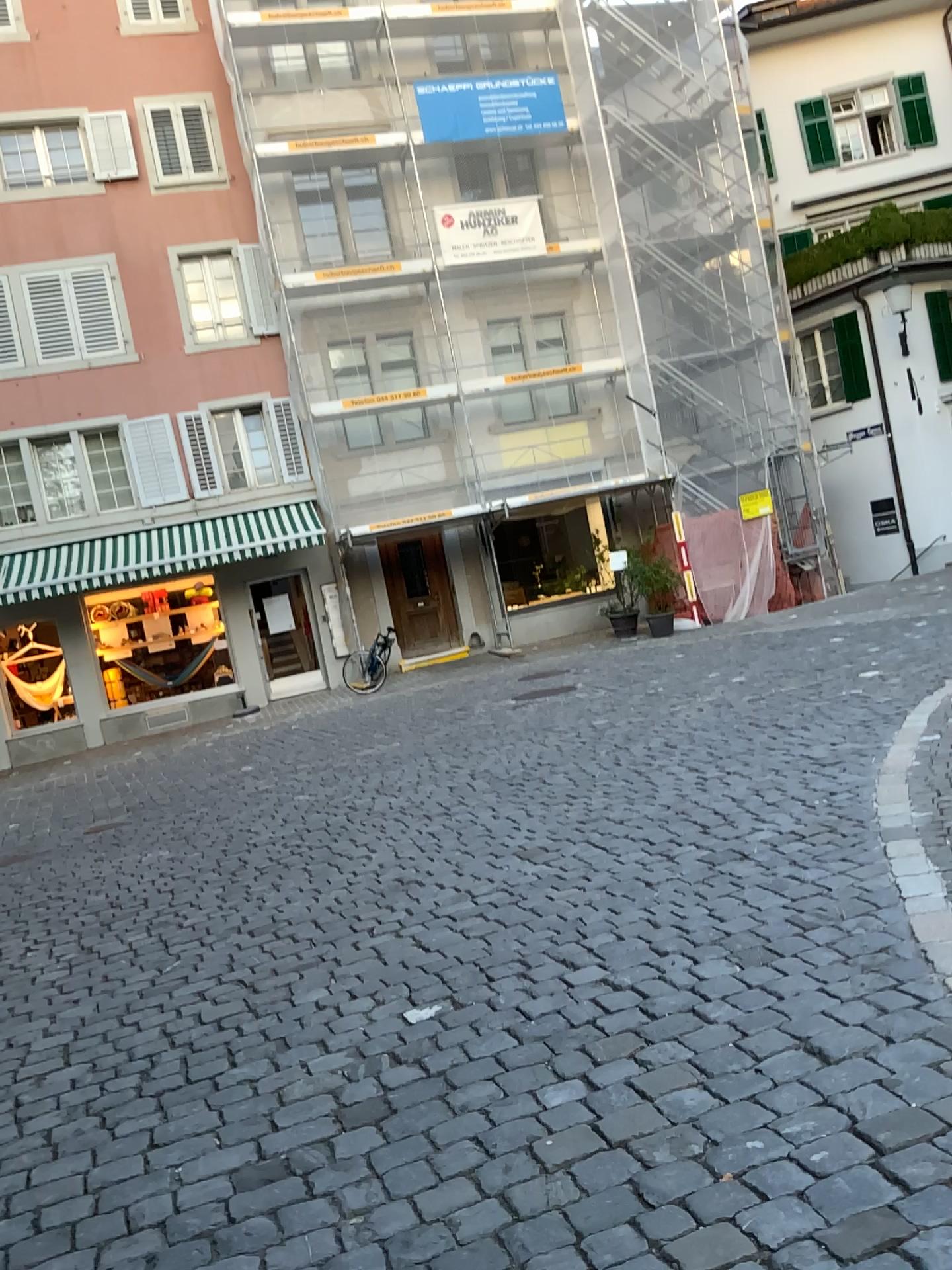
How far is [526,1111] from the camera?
2.7 meters
